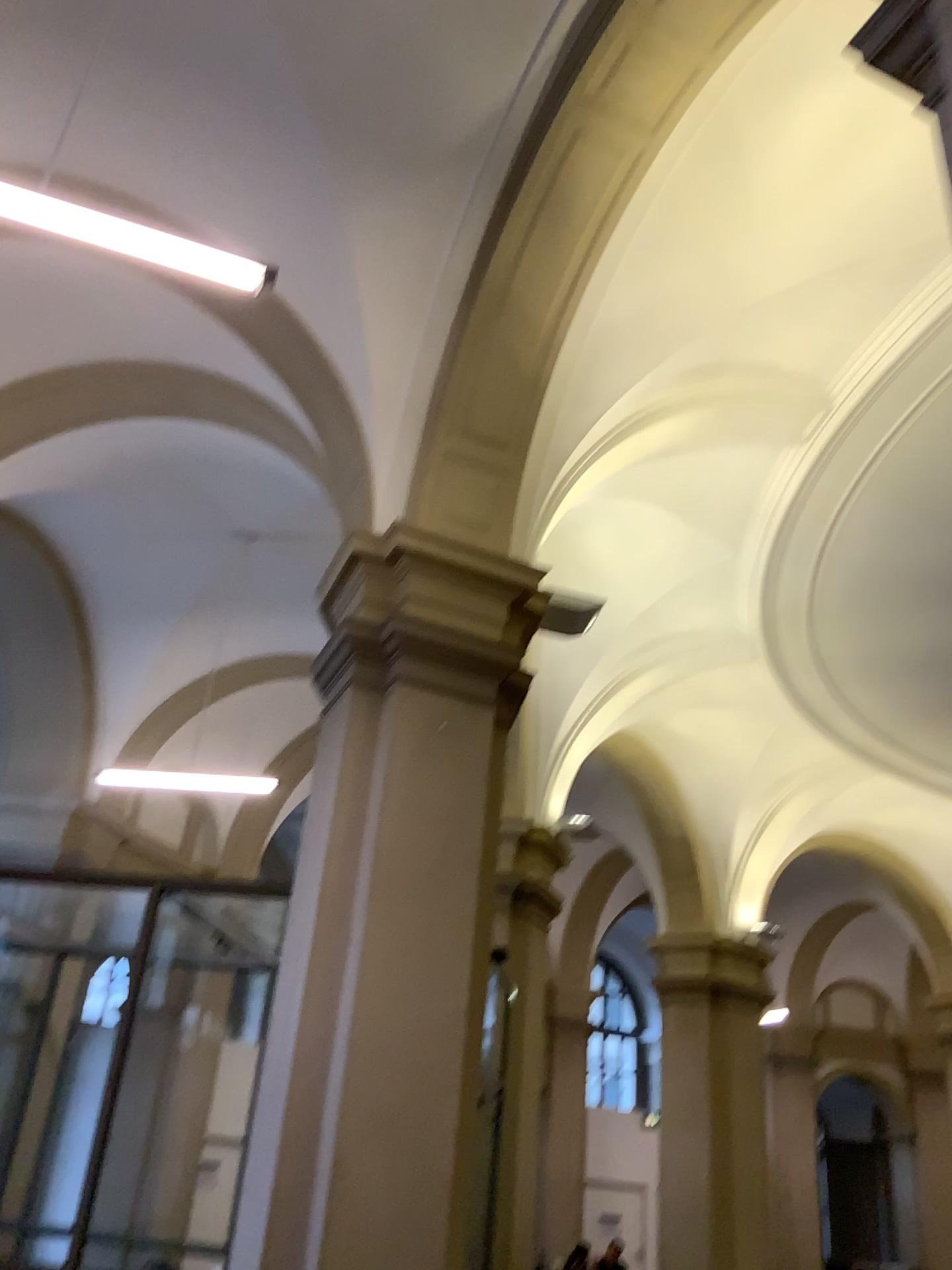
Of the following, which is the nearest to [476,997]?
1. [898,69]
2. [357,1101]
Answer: [357,1101]
